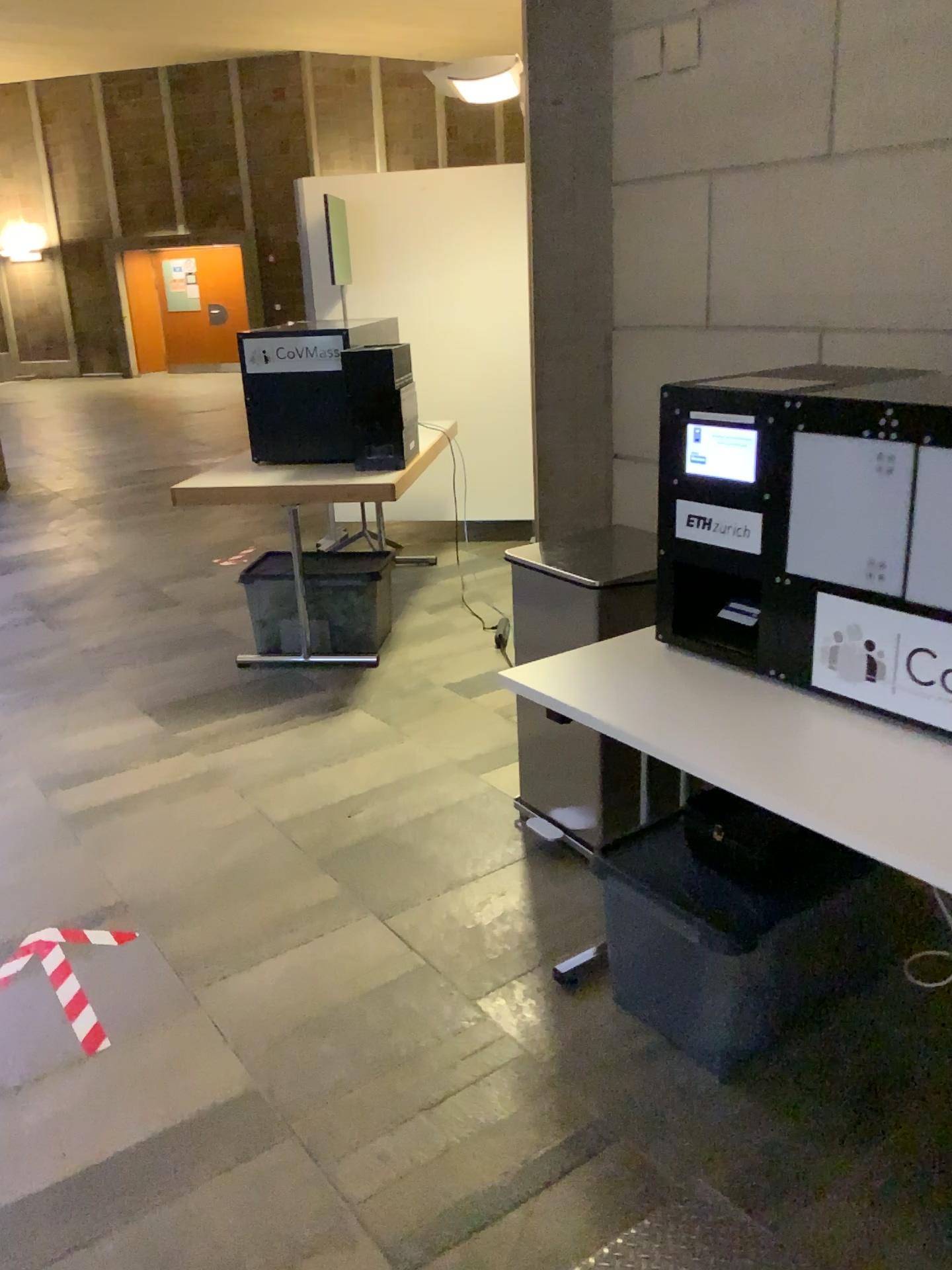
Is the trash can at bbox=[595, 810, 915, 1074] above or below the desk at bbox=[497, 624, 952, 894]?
below

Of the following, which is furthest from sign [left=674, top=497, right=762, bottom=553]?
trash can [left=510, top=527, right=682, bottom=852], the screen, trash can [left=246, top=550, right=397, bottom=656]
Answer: trash can [left=246, top=550, right=397, bottom=656]

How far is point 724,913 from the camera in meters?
1.9 m

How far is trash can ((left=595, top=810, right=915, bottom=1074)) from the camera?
1.9 meters

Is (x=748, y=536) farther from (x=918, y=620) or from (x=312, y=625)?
(x=312, y=625)

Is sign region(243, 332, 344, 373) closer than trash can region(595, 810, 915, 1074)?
No

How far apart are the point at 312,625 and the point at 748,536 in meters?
2.5 m

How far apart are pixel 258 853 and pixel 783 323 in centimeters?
195cm

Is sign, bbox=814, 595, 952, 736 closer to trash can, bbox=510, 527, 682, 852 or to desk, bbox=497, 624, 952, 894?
desk, bbox=497, 624, 952, 894

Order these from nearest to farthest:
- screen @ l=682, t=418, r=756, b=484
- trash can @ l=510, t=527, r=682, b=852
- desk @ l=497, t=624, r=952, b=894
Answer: desk @ l=497, t=624, r=952, b=894
screen @ l=682, t=418, r=756, b=484
trash can @ l=510, t=527, r=682, b=852
